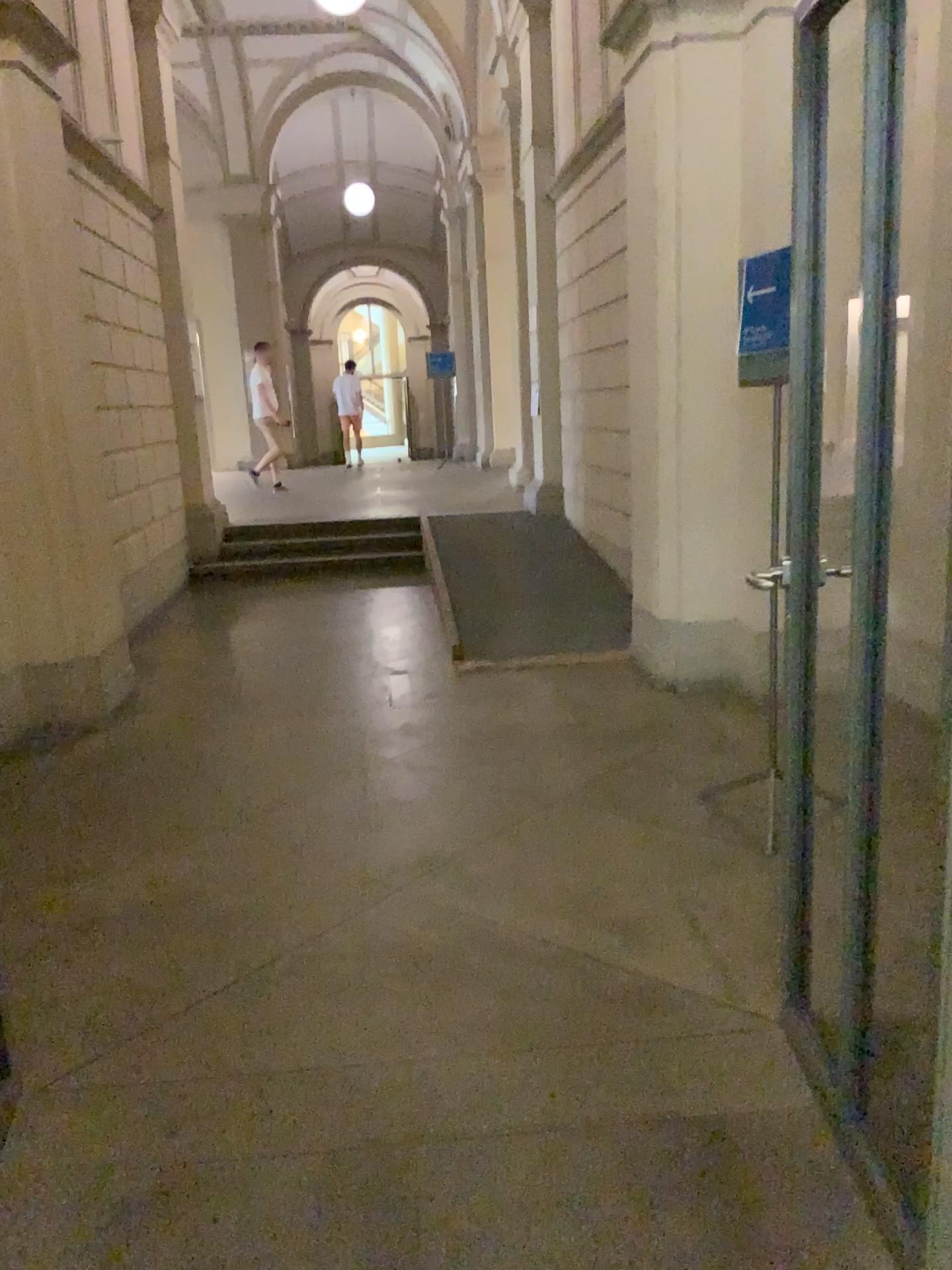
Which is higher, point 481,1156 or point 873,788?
point 873,788
